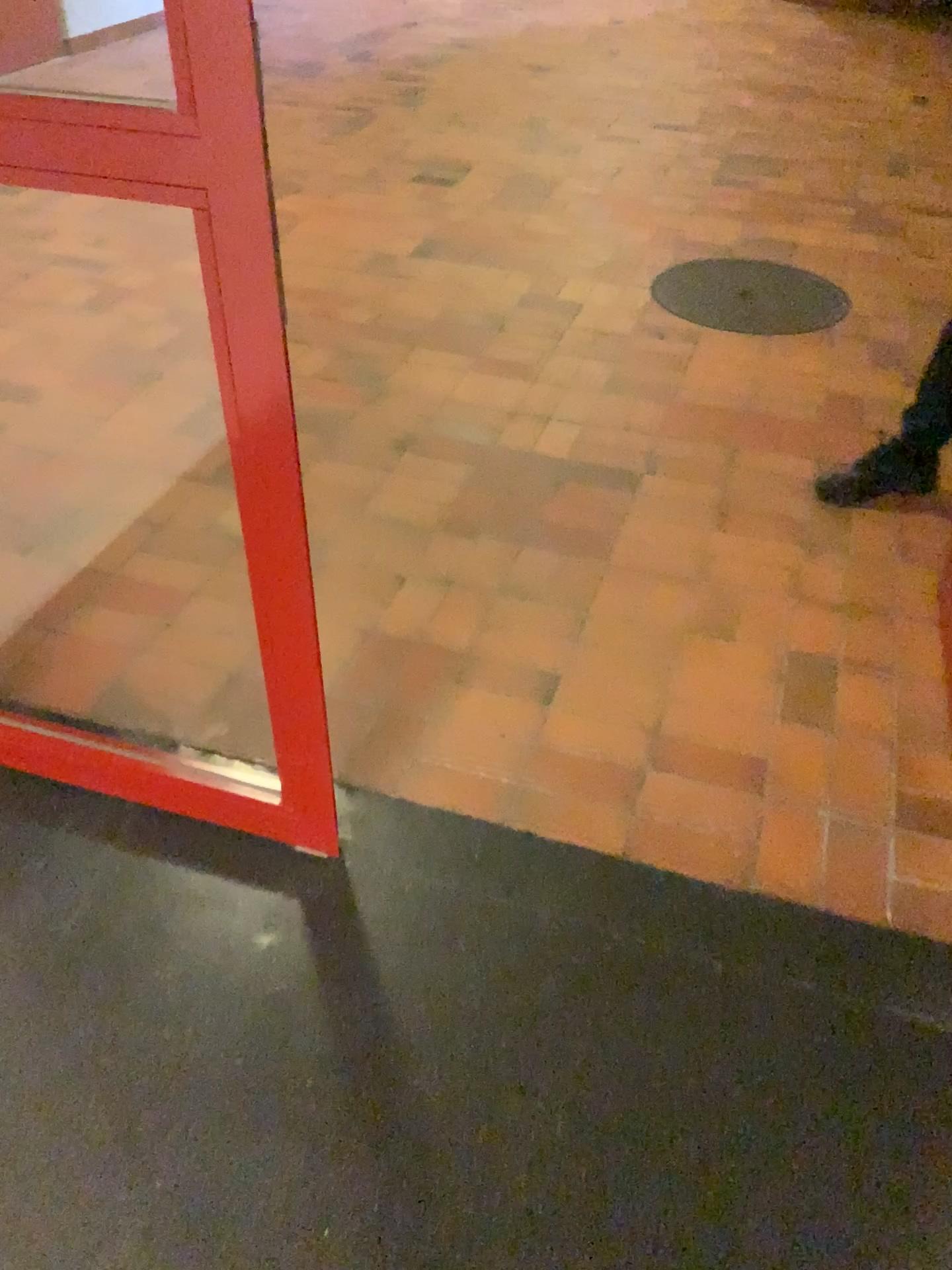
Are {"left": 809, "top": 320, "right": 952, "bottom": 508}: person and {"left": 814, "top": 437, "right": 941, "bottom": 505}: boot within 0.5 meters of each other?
yes

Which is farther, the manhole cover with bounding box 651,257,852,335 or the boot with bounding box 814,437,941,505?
the manhole cover with bounding box 651,257,852,335

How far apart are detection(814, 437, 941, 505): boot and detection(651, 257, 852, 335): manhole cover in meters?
0.9 m

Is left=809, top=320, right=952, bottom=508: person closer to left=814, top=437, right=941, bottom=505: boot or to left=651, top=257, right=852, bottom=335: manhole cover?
left=814, top=437, right=941, bottom=505: boot

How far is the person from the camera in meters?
2.5

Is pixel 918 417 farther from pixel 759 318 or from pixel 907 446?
pixel 759 318

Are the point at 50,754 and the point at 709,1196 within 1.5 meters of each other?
yes

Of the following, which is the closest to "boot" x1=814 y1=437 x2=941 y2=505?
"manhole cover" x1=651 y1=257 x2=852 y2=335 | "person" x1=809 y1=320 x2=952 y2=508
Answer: "person" x1=809 y1=320 x2=952 y2=508

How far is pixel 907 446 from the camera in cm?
253

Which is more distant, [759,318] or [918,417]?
[759,318]
